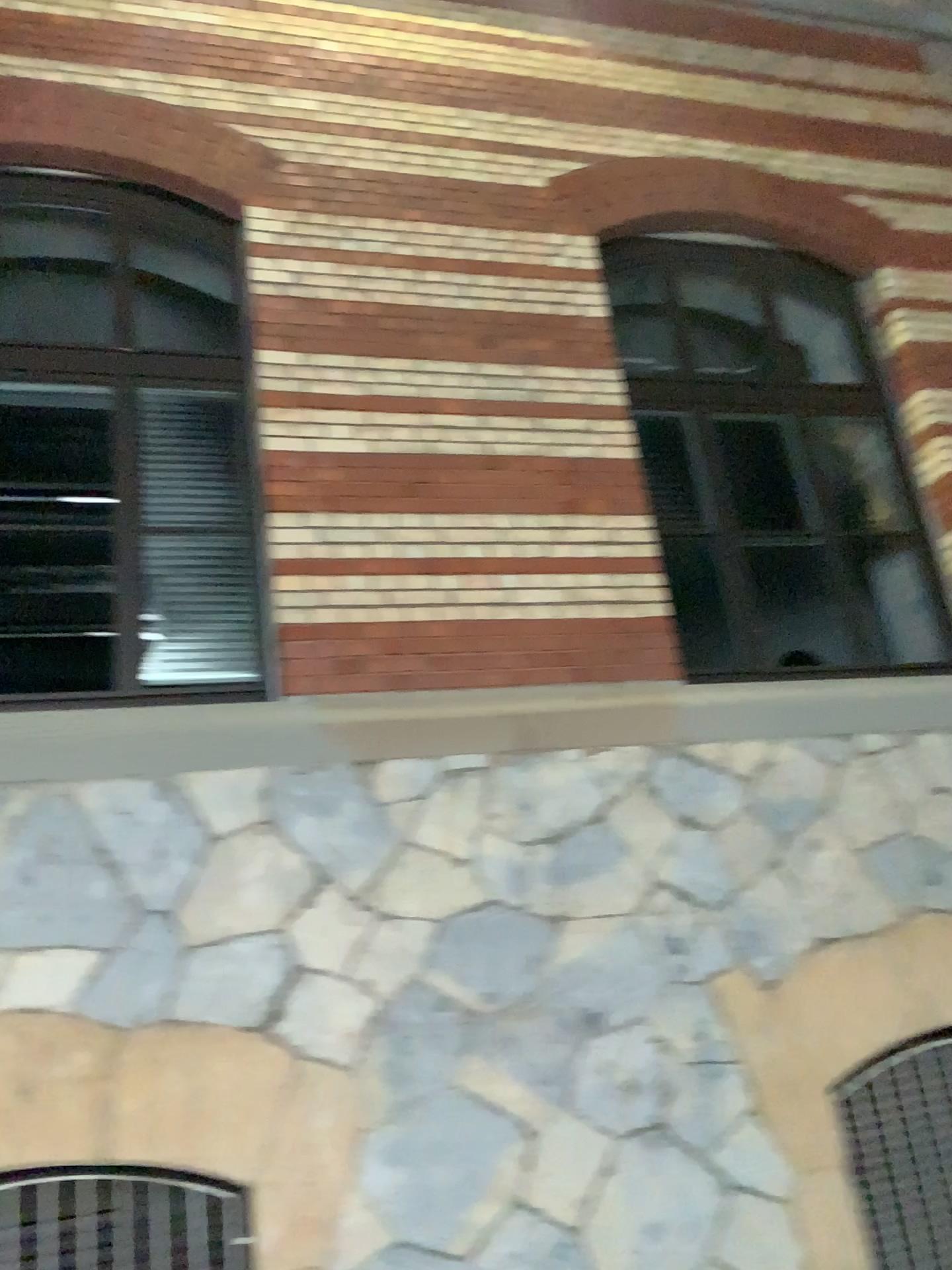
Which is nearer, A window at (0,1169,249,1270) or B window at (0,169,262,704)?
A window at (0,1169,249,1270)

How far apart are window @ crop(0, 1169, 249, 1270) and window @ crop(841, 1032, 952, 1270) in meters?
2.1

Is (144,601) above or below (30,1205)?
above

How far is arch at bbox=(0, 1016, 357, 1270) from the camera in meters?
3.2

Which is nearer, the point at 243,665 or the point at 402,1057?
the point at 402,1057

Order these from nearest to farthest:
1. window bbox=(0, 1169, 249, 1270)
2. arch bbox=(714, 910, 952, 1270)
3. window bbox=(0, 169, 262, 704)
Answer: window bbox=(0, 1169, 249, 1270), arch bbox=(714, 910, 952, 1270), window bbox=(0, 169, 262, 704)

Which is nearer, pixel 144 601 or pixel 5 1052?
pixel 5 1052

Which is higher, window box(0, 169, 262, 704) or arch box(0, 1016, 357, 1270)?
window box(0, 169, 262, 704)

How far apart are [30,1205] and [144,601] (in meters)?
2.18

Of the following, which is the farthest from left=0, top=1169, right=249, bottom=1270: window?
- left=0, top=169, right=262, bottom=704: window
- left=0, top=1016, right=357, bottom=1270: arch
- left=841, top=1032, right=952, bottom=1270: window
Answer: left=841, top=1032, right=952, bottom=1270: window
